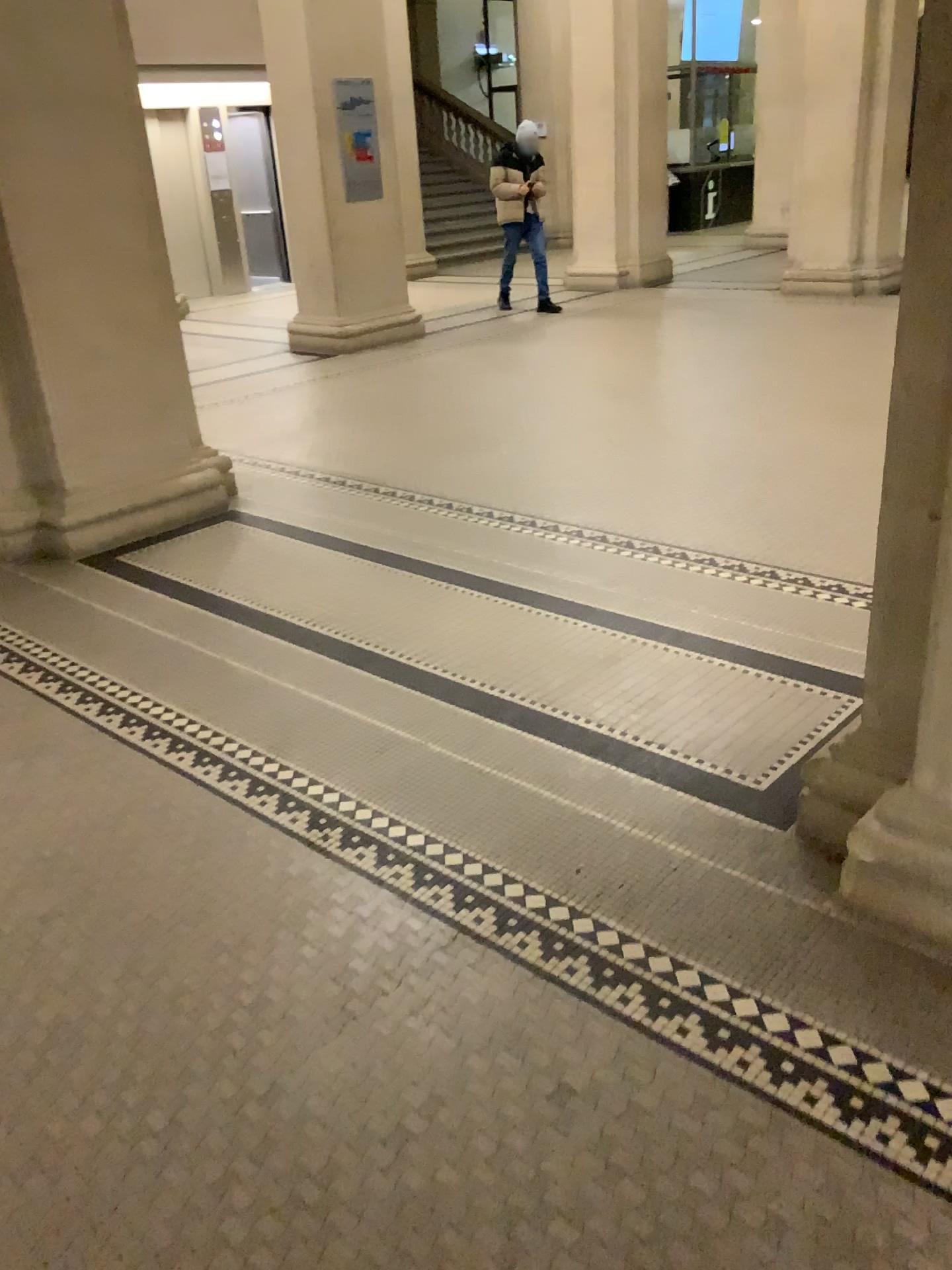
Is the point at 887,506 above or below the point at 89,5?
below

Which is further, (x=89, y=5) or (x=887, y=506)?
(x=89, y=5)

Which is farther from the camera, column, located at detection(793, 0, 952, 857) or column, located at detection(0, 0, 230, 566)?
column, located at detection(0, 0, 230, 566)

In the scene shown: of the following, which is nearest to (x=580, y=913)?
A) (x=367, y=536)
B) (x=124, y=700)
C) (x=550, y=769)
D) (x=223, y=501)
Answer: (x=550, y=769)
